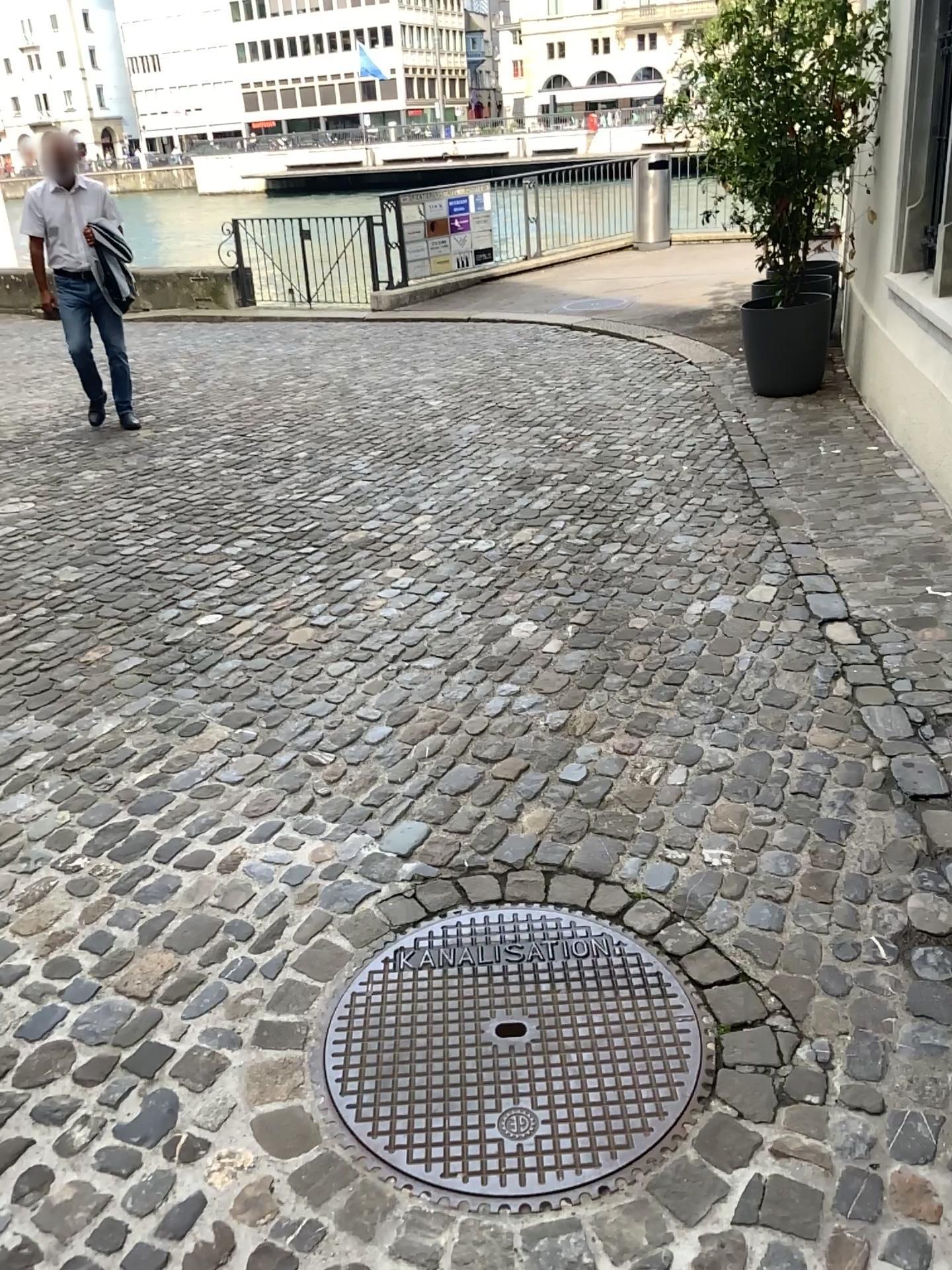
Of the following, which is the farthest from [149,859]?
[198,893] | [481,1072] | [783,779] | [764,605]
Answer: [764,605]
